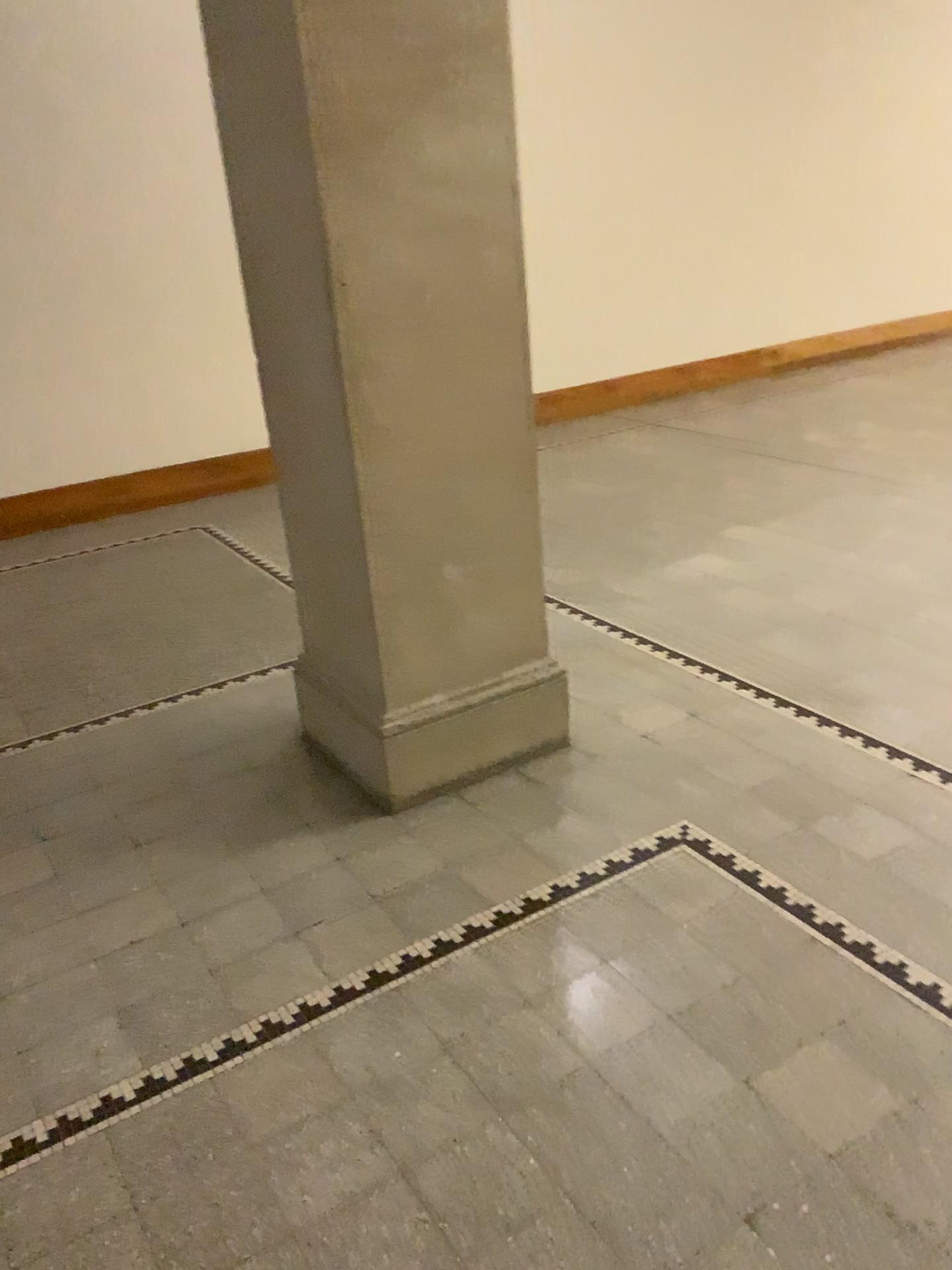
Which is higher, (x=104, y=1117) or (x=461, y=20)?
(x=461, y=20)

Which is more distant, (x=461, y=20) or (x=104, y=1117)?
(x=461, y=20)

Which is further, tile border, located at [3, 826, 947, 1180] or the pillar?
the pillar

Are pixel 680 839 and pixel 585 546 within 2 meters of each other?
no
